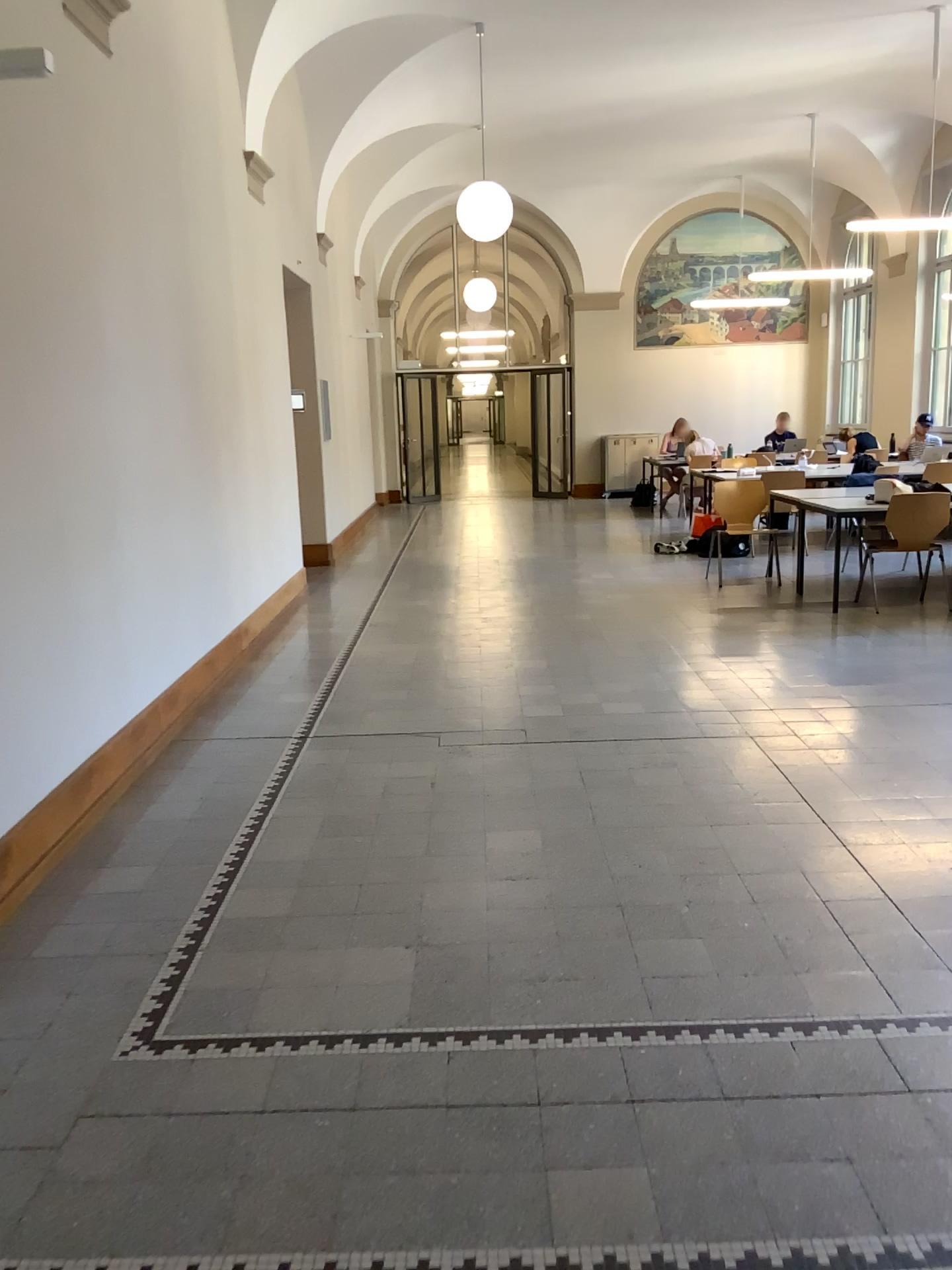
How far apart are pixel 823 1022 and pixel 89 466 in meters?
3.2 m
